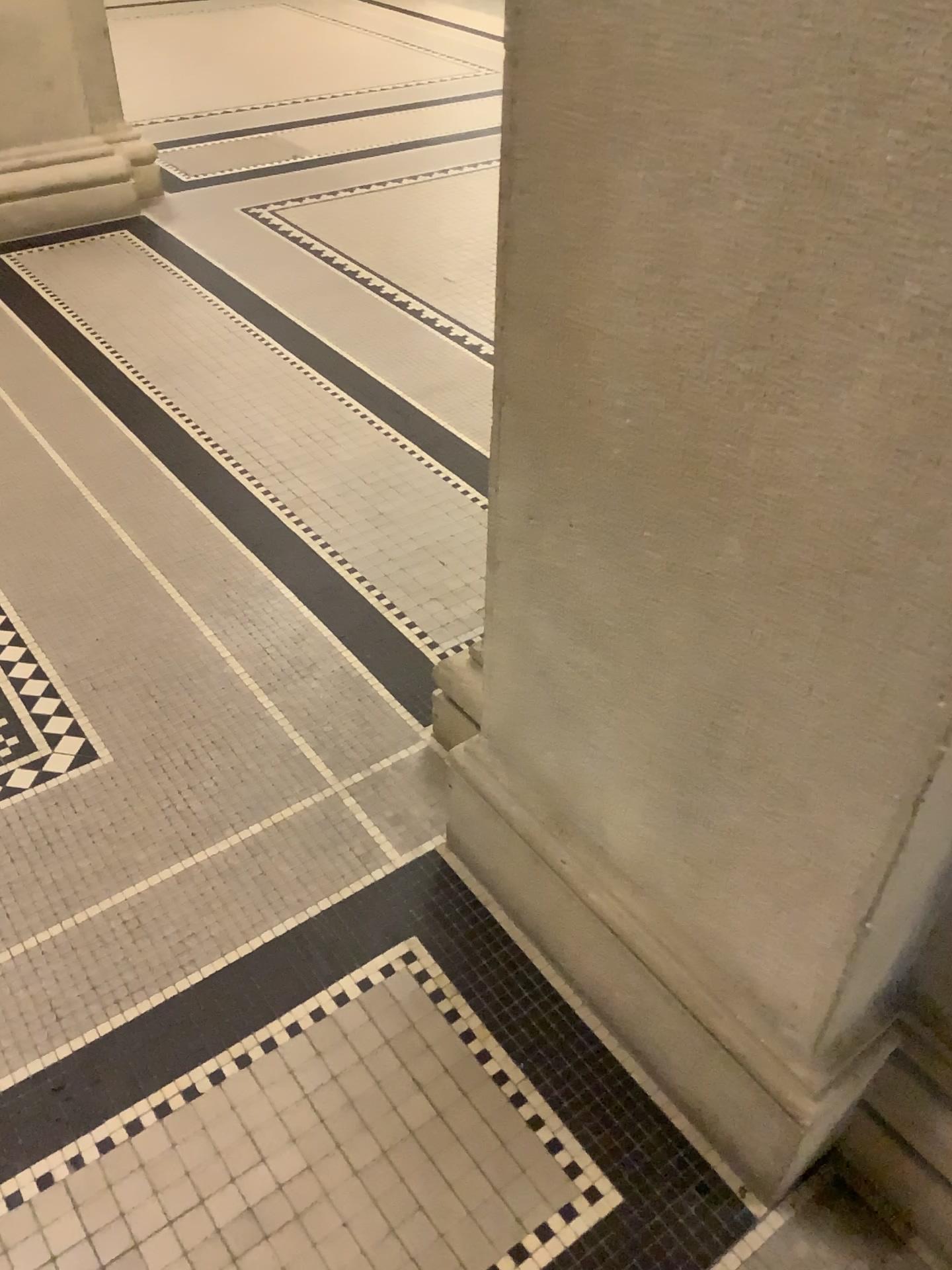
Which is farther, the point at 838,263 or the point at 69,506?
the point at 69,506

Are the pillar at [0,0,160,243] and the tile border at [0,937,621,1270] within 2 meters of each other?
no

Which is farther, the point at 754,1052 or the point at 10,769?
the point at 10,769

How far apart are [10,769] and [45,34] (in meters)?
3.03

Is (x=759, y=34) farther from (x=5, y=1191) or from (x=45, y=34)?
(x=45, y=34)

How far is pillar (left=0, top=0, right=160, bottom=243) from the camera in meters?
3.7 m

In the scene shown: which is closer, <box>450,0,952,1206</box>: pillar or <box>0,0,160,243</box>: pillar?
<box>450,0,952,1206</box>: pillar

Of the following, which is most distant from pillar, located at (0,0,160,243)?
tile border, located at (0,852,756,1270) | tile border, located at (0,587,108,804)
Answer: tile border, located at (0,852,756,1270)

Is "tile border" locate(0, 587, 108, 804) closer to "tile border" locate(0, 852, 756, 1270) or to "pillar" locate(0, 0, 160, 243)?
"tile border" locate(0, 852, 756, 1270)

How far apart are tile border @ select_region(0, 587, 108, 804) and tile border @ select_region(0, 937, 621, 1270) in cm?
66
